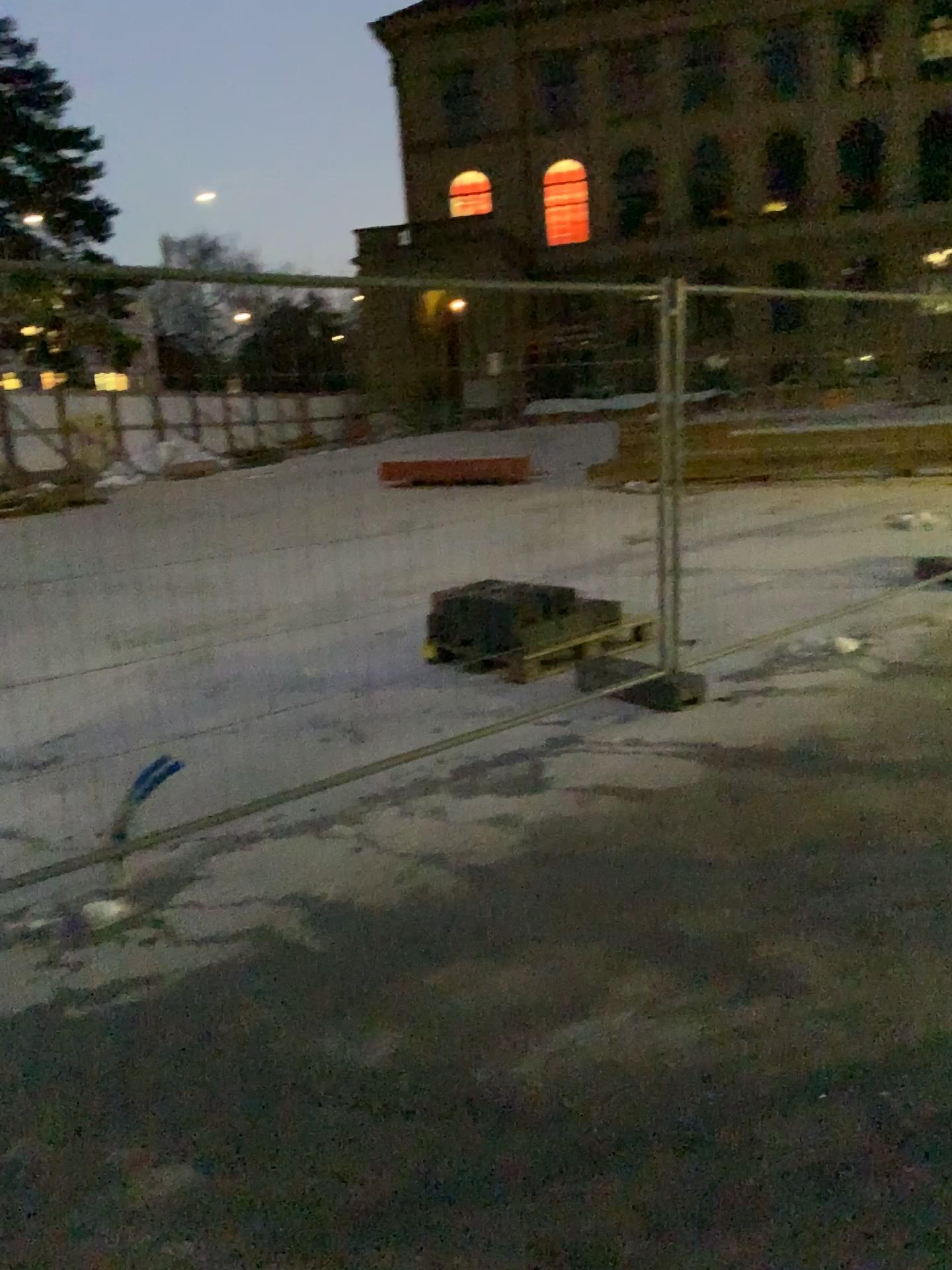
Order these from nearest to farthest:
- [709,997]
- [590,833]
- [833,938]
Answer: [709,997], [833,938], [590,833]
